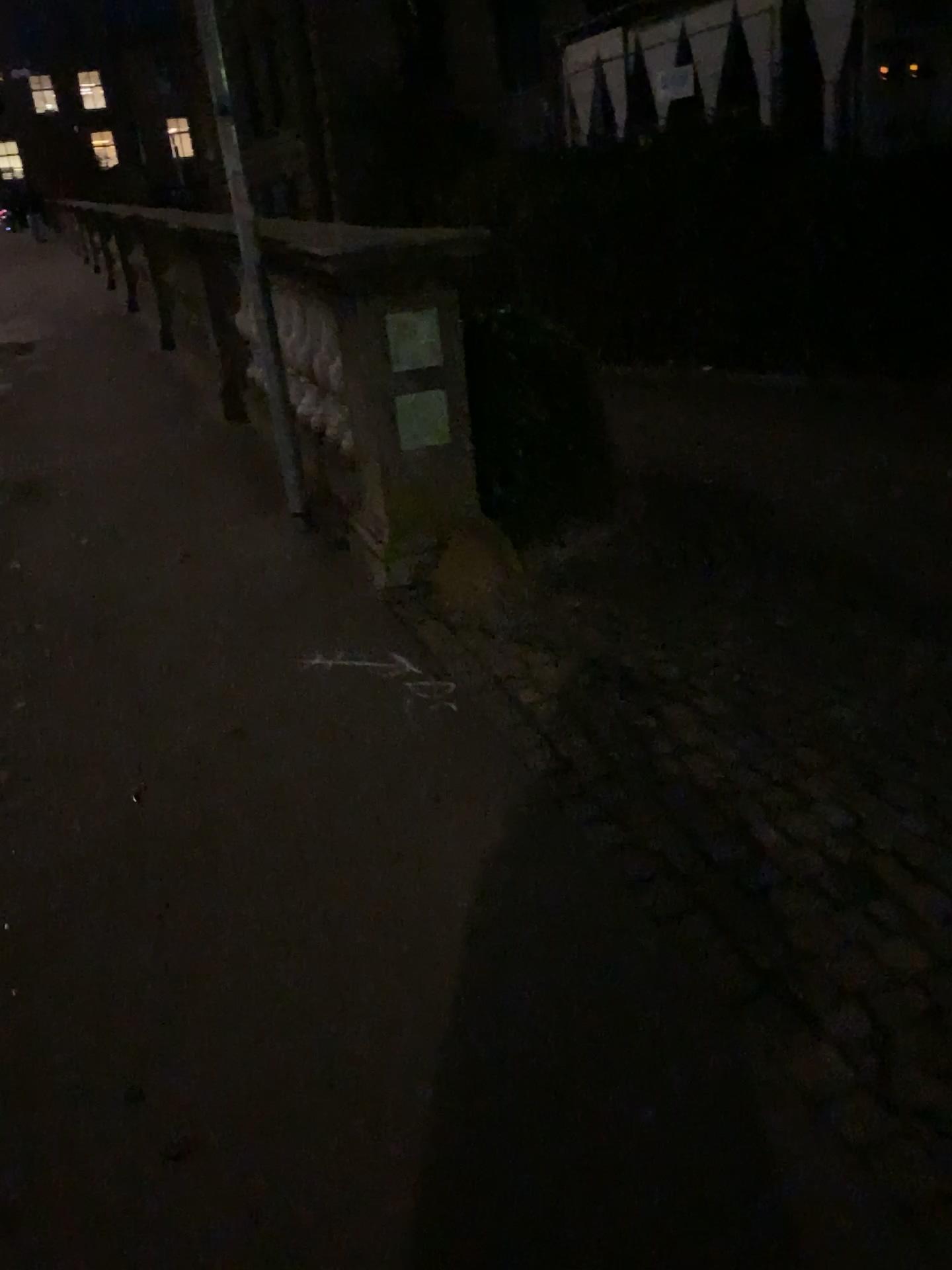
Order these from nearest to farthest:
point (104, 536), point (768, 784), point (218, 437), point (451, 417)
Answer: point (768, 784)
point (451, 417)
point (104, 536)
point (218, 437)
